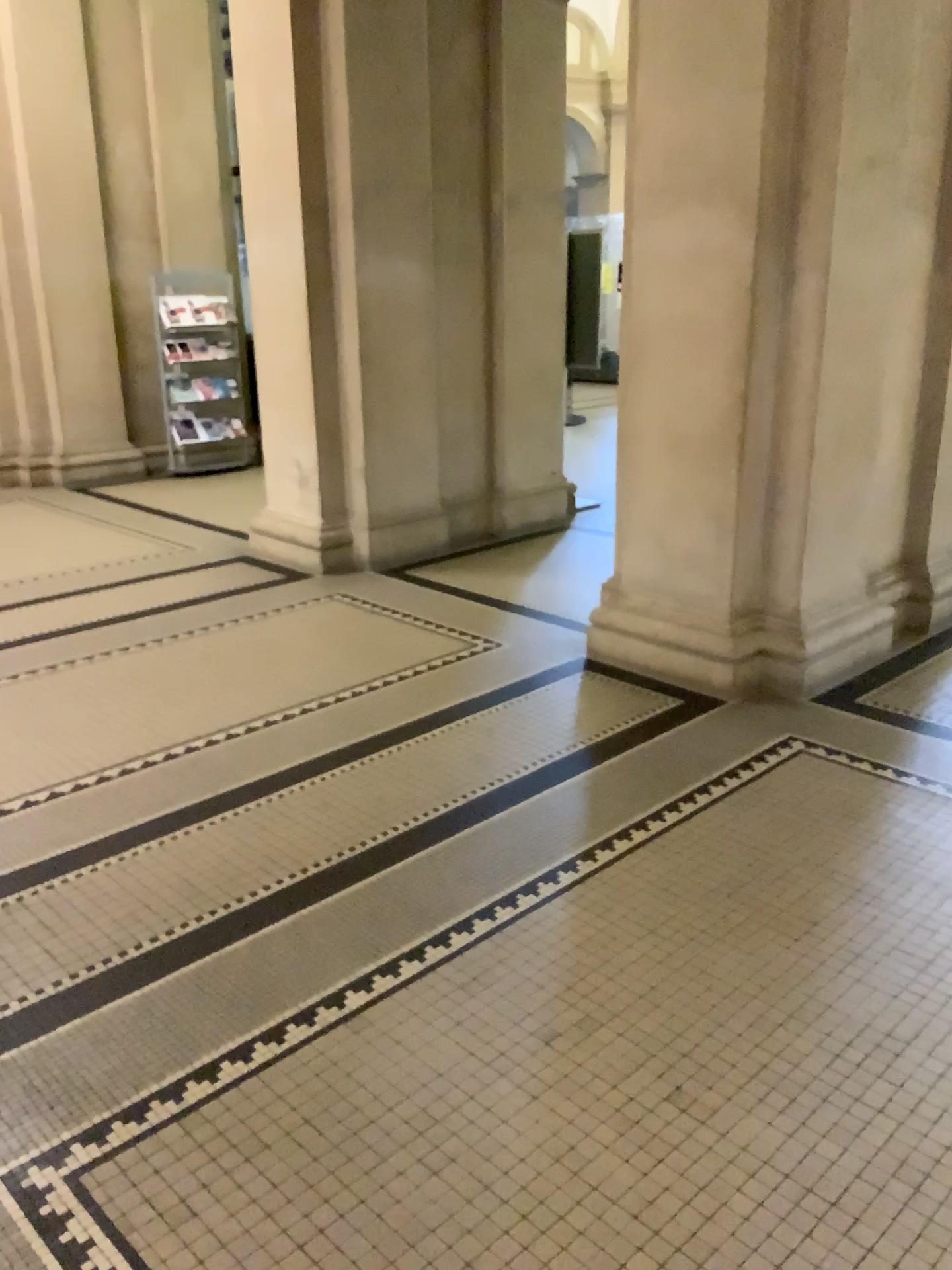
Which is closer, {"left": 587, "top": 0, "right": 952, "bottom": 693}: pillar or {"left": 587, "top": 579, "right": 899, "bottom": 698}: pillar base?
{"left": 587, "top": 0, "right": 952, "bottom": 693}: pillar

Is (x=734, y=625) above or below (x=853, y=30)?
below

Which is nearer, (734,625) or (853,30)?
(853,30)

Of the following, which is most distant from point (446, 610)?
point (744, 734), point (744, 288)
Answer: point (744, 288)
